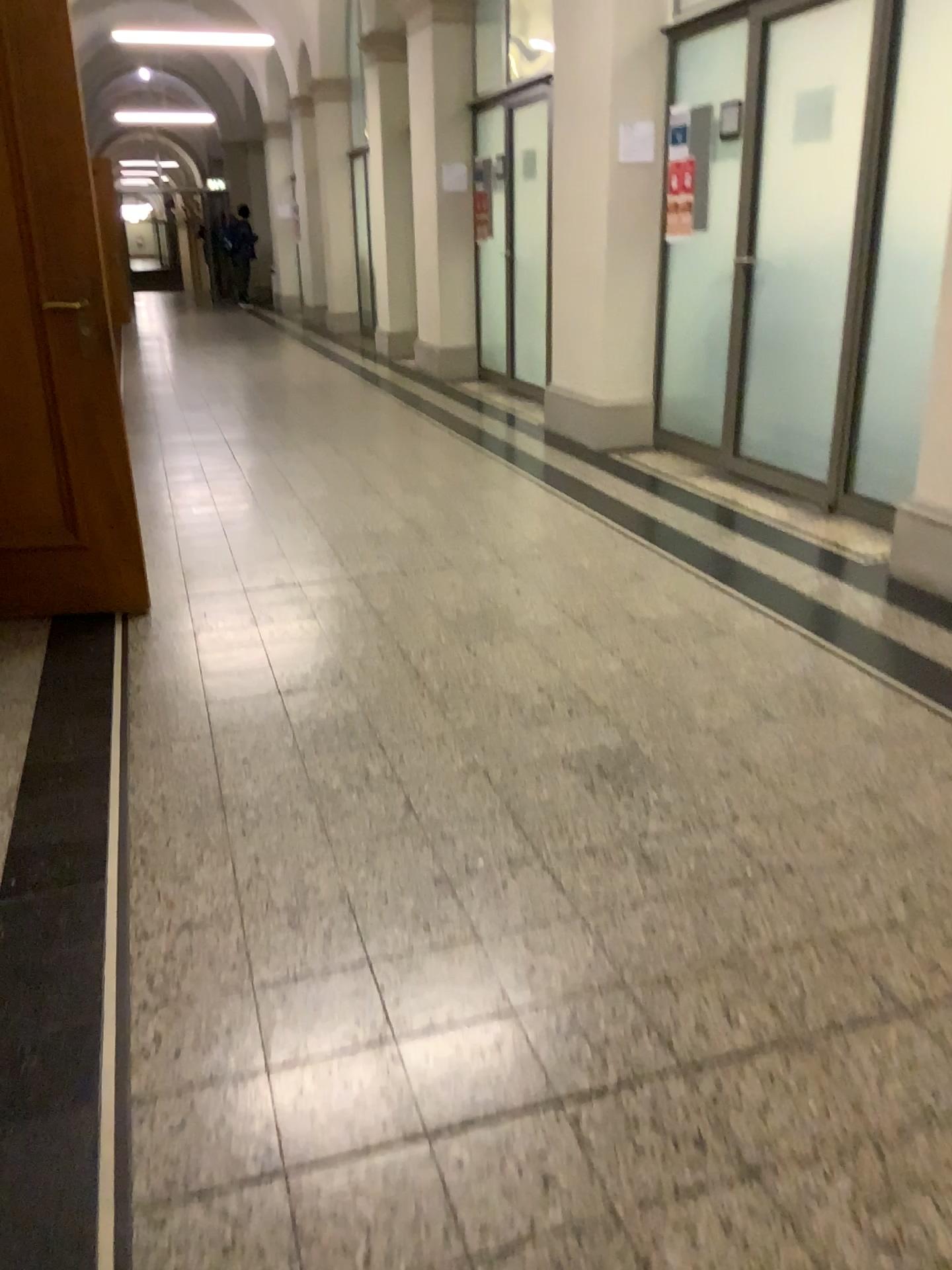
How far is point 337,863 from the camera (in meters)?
2.16
